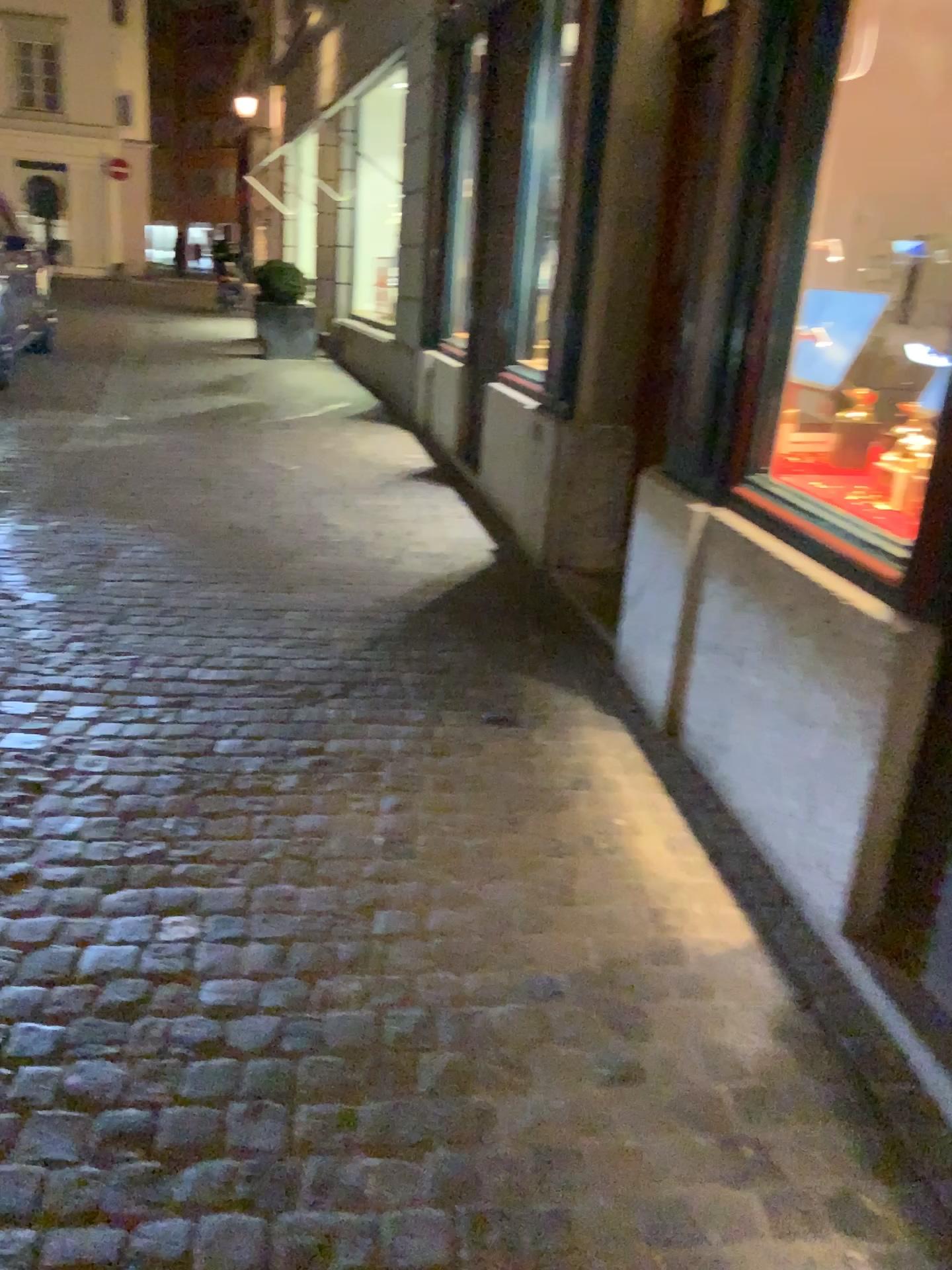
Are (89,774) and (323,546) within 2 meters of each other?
no
